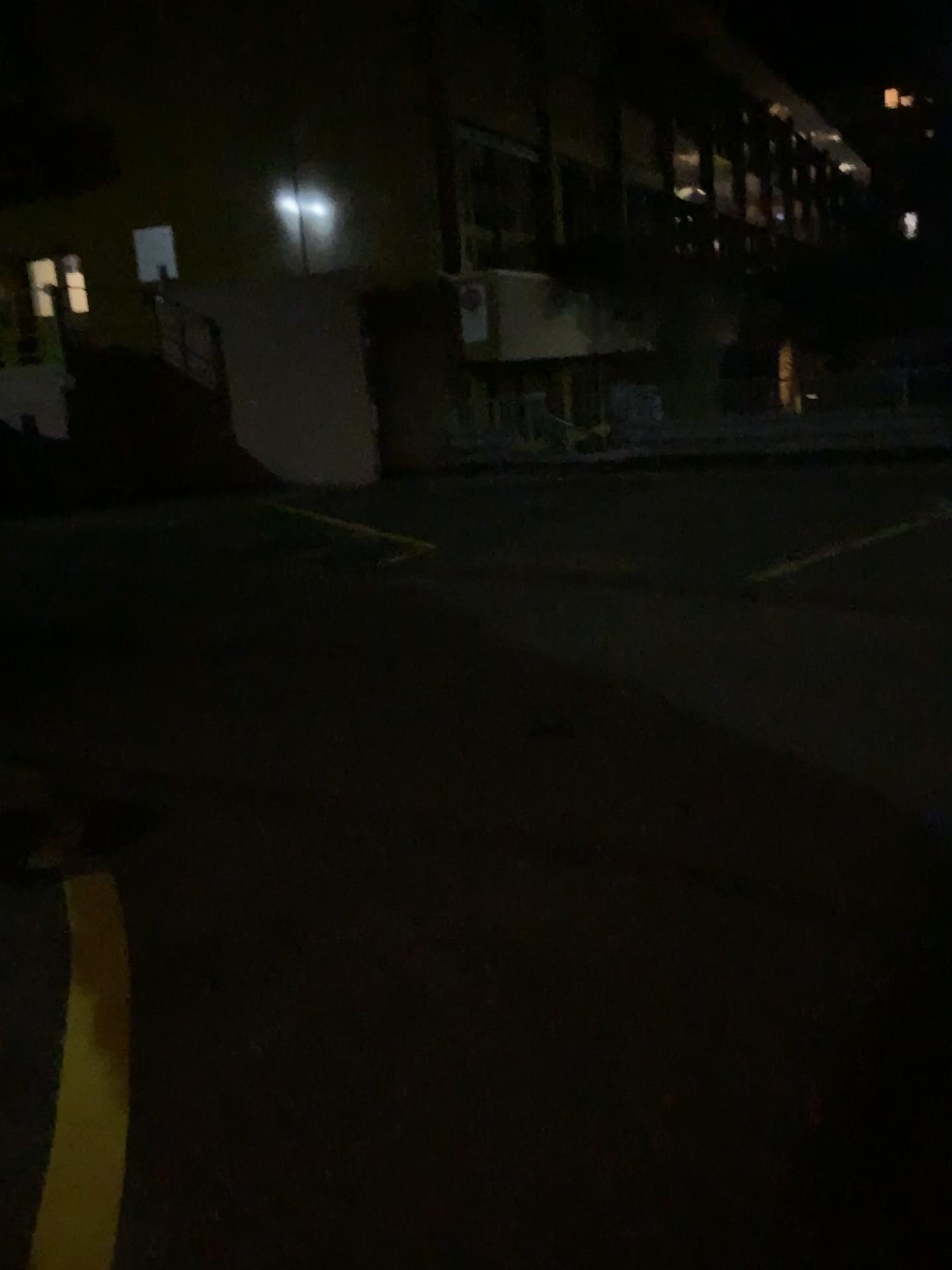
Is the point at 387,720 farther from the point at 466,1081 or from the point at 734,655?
the point at 466,1081
